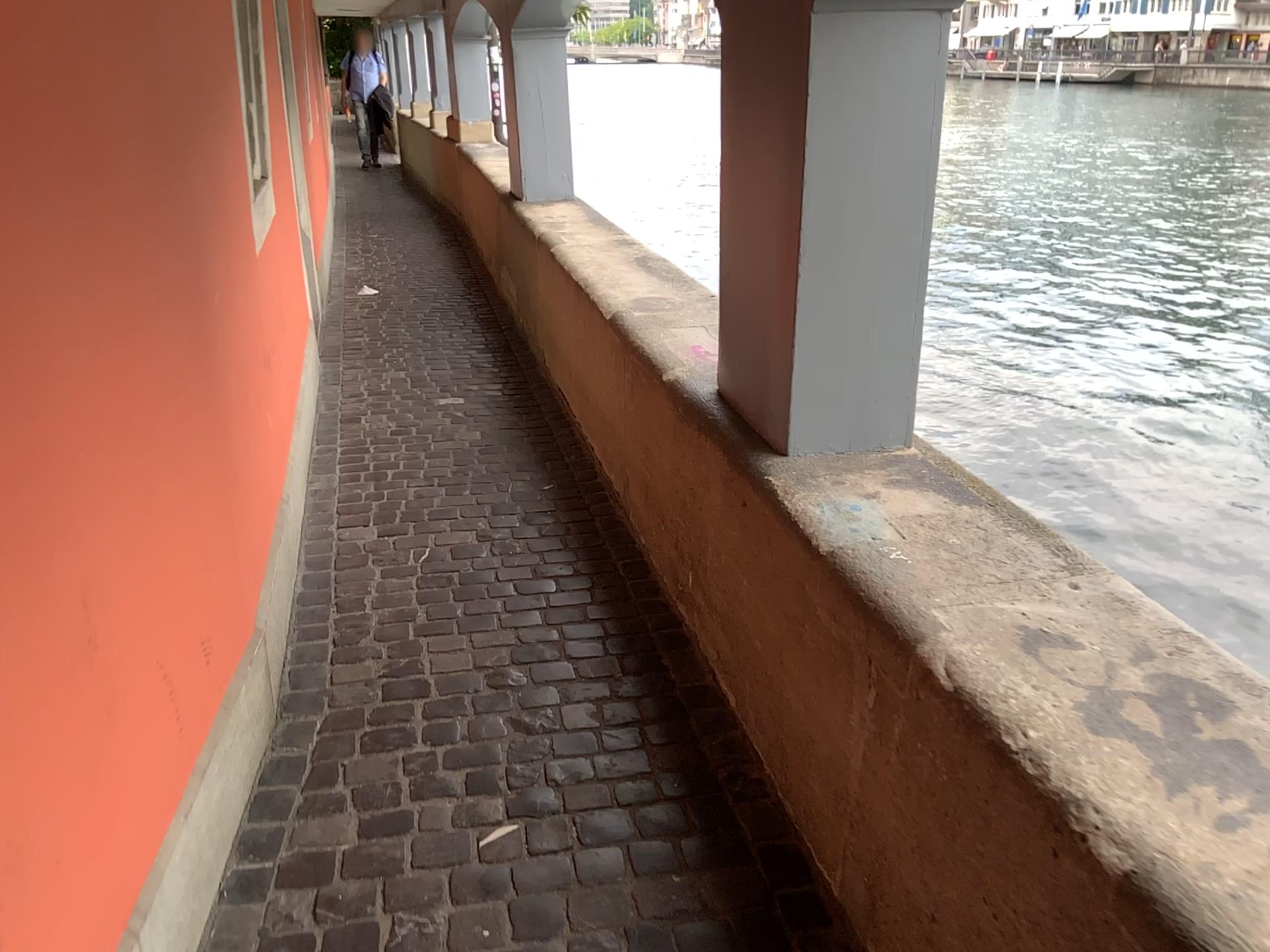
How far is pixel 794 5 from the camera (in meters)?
1.89

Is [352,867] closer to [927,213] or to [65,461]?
[65,461]

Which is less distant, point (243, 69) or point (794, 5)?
point (794, 5)

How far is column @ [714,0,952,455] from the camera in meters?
1.9

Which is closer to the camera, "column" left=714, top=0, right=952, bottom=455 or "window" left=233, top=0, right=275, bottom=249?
"column" left=714, top=0, right=952, bottom=455
